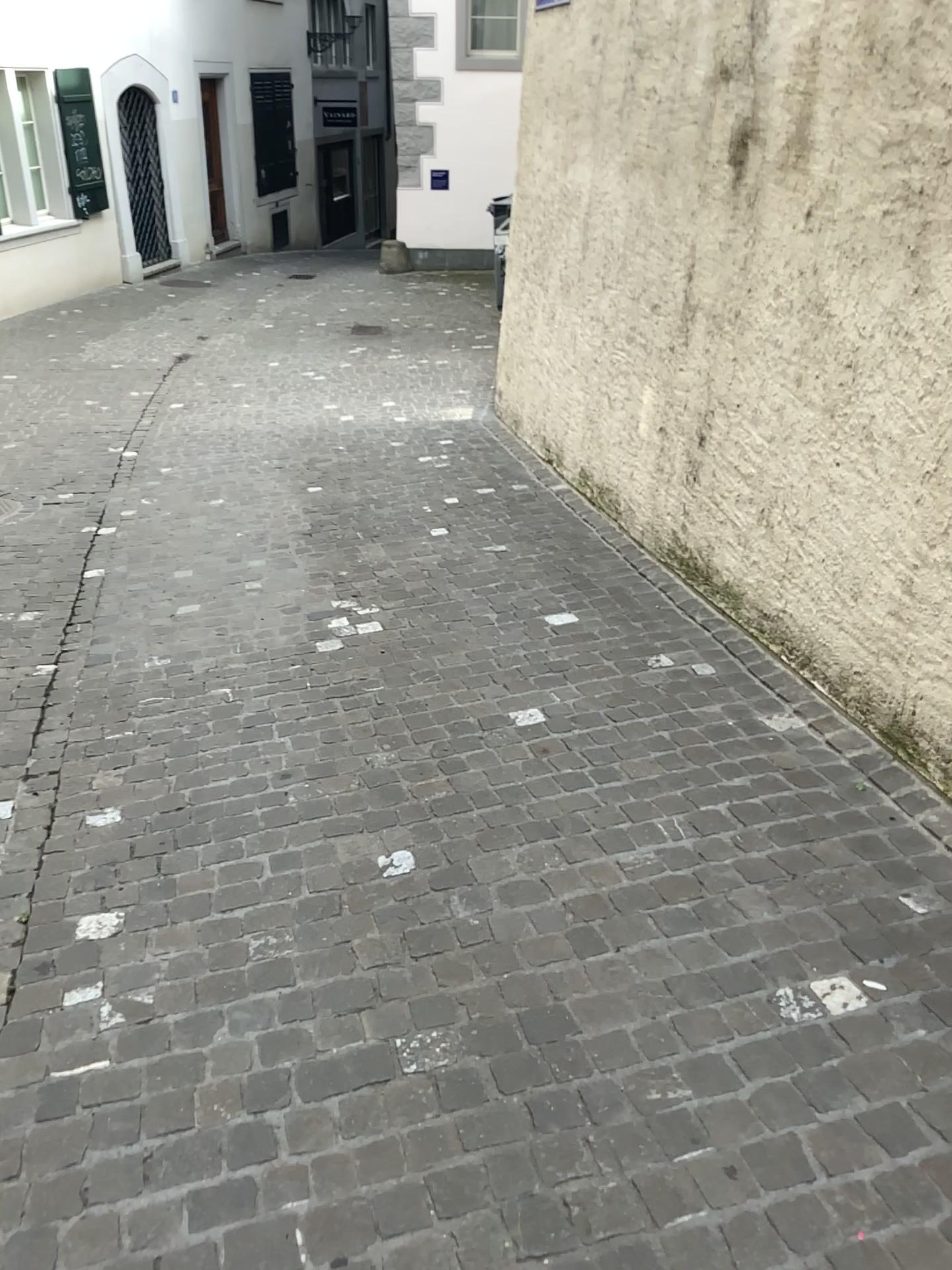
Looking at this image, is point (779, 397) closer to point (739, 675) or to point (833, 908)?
point (739, 675)
